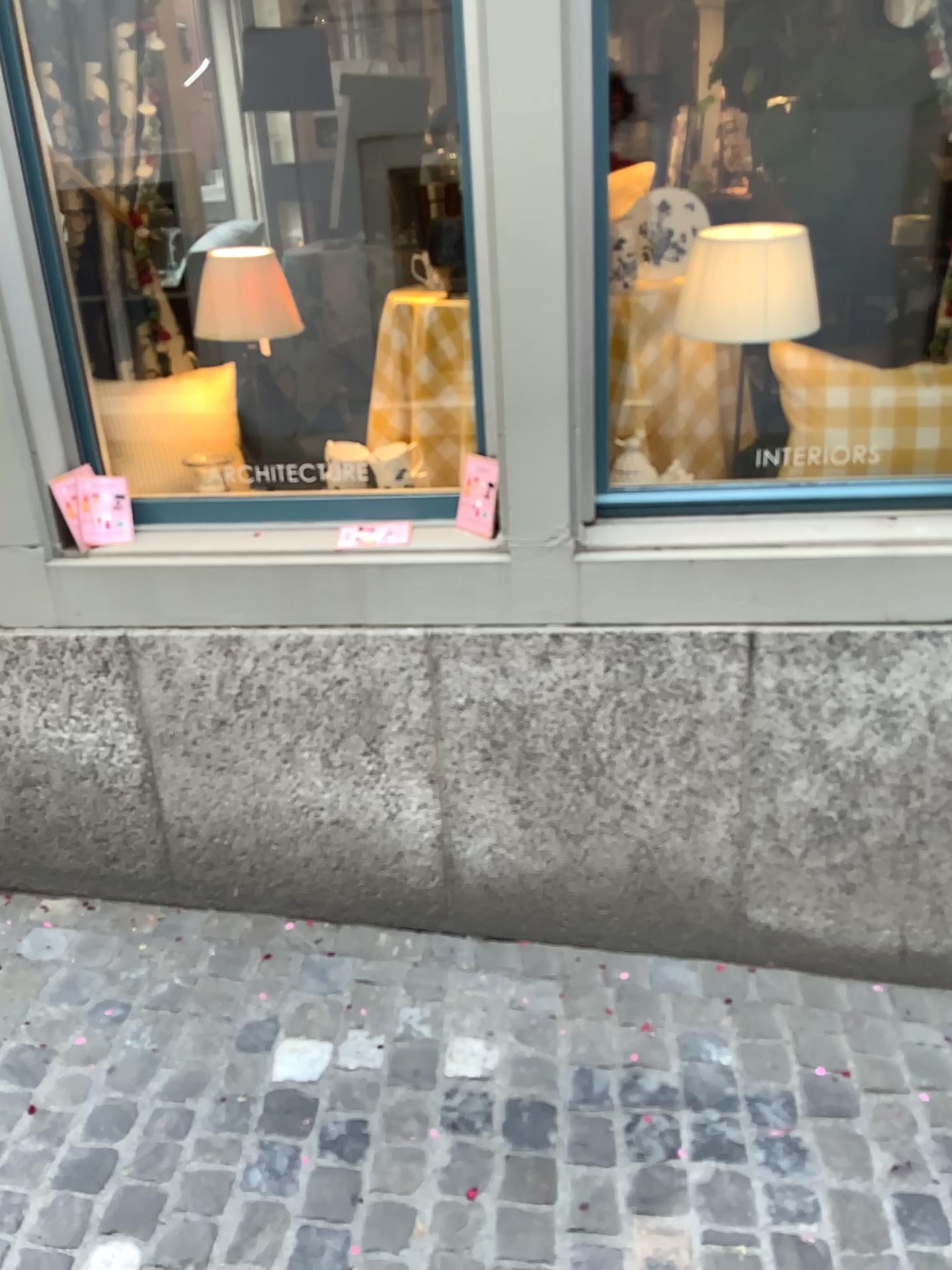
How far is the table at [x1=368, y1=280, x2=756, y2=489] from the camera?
2.19m

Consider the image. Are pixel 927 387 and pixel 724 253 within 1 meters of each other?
yes

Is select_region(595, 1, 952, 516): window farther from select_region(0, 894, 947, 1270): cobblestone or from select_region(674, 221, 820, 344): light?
select_region(0, 894, 947, 1270): cobblestone

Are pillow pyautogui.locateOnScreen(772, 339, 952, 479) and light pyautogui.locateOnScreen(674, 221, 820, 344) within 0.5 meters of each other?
yes

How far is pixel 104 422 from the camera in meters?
2.2 m

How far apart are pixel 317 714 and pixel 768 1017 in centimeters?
110cm

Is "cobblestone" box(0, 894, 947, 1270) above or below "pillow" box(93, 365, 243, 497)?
below

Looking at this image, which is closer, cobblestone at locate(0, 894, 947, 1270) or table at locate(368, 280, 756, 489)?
cobblestone at locate(0, 894, 947, 1270)

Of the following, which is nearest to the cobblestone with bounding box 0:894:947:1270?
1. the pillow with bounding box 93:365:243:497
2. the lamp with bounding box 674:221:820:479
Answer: the pillow with bounding box 93:365:243:497

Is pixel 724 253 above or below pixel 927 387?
above
